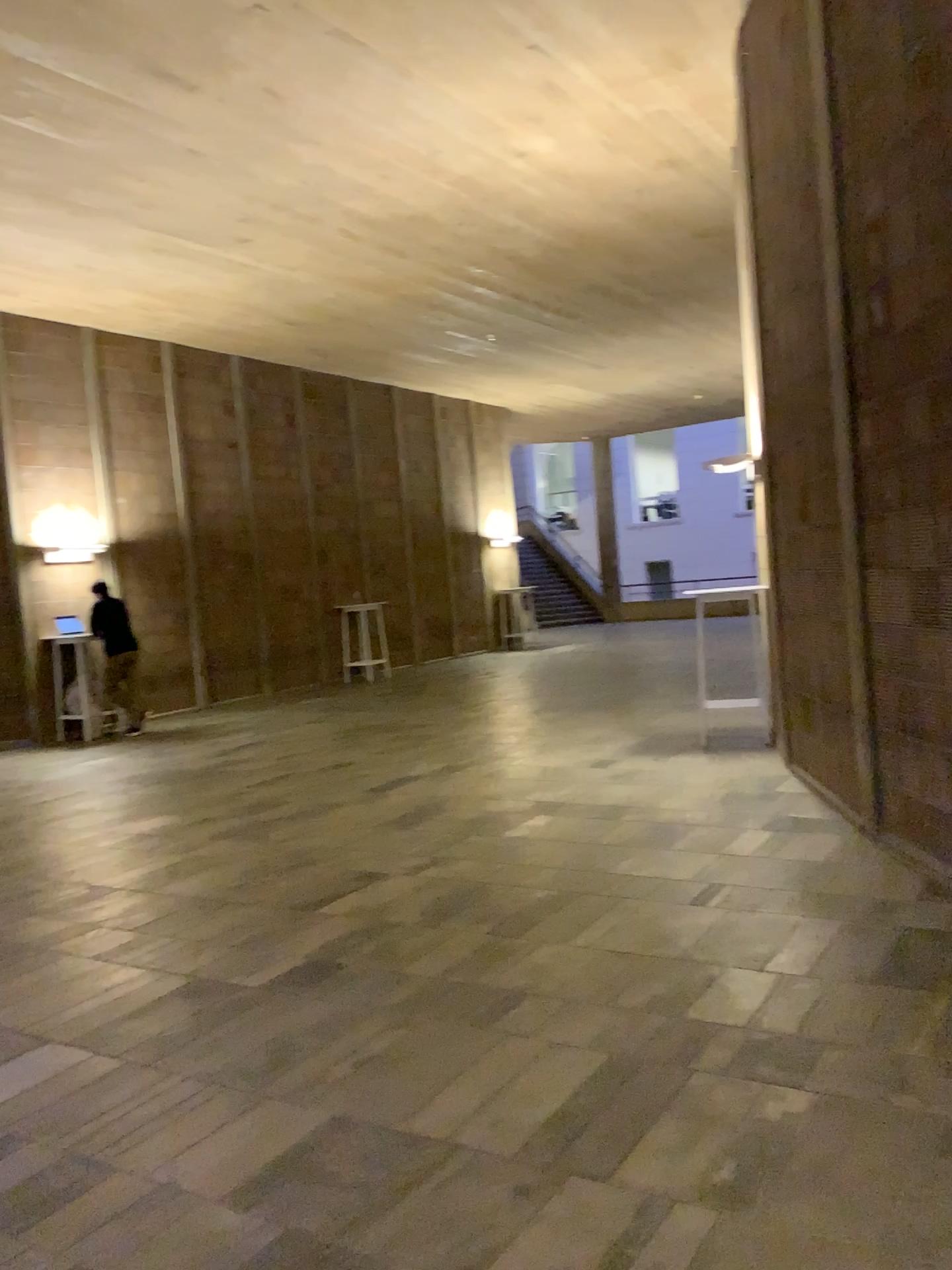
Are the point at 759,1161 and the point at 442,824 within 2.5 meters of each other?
no
